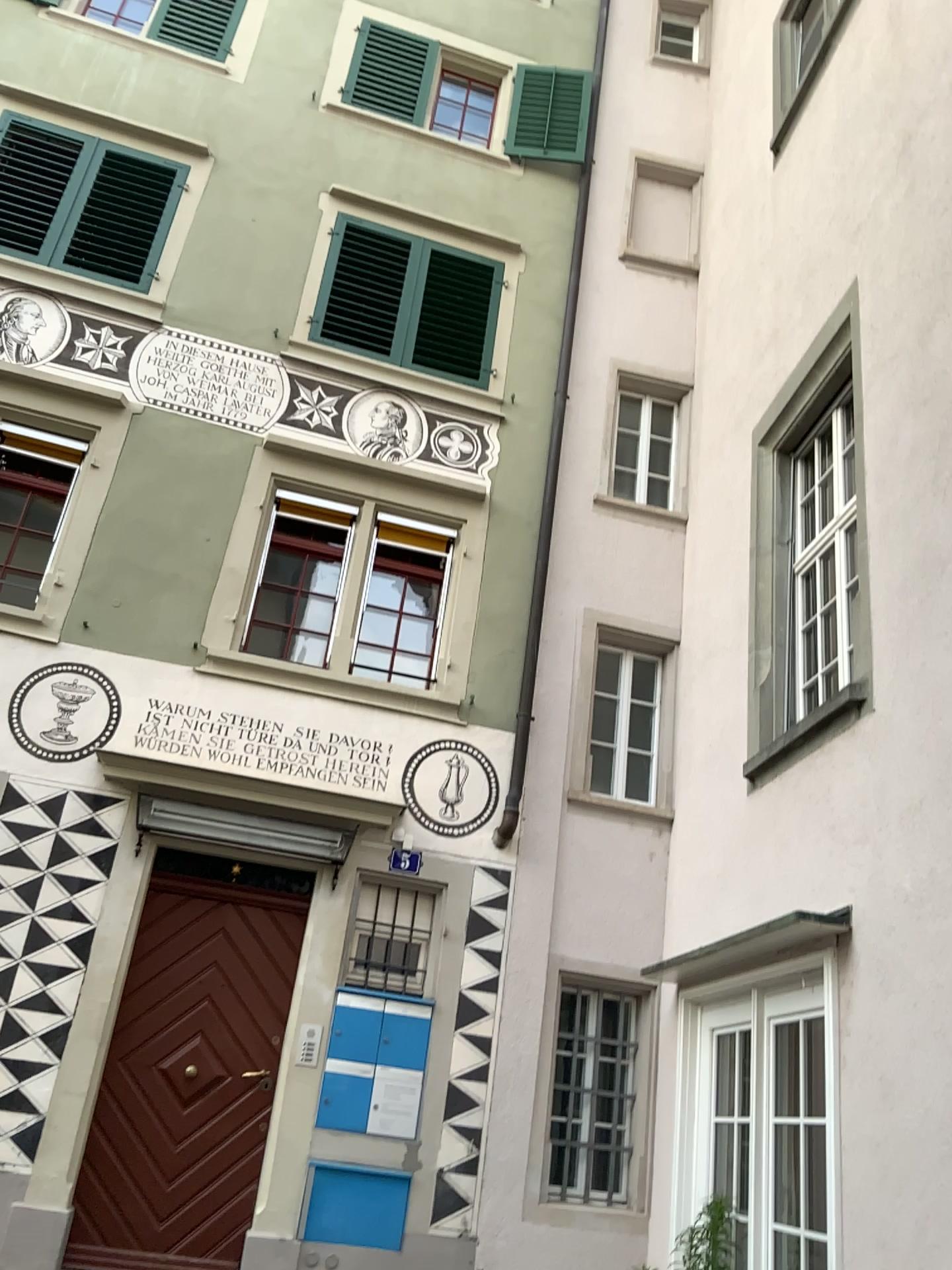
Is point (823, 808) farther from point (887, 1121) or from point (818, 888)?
point (887, 1121)
